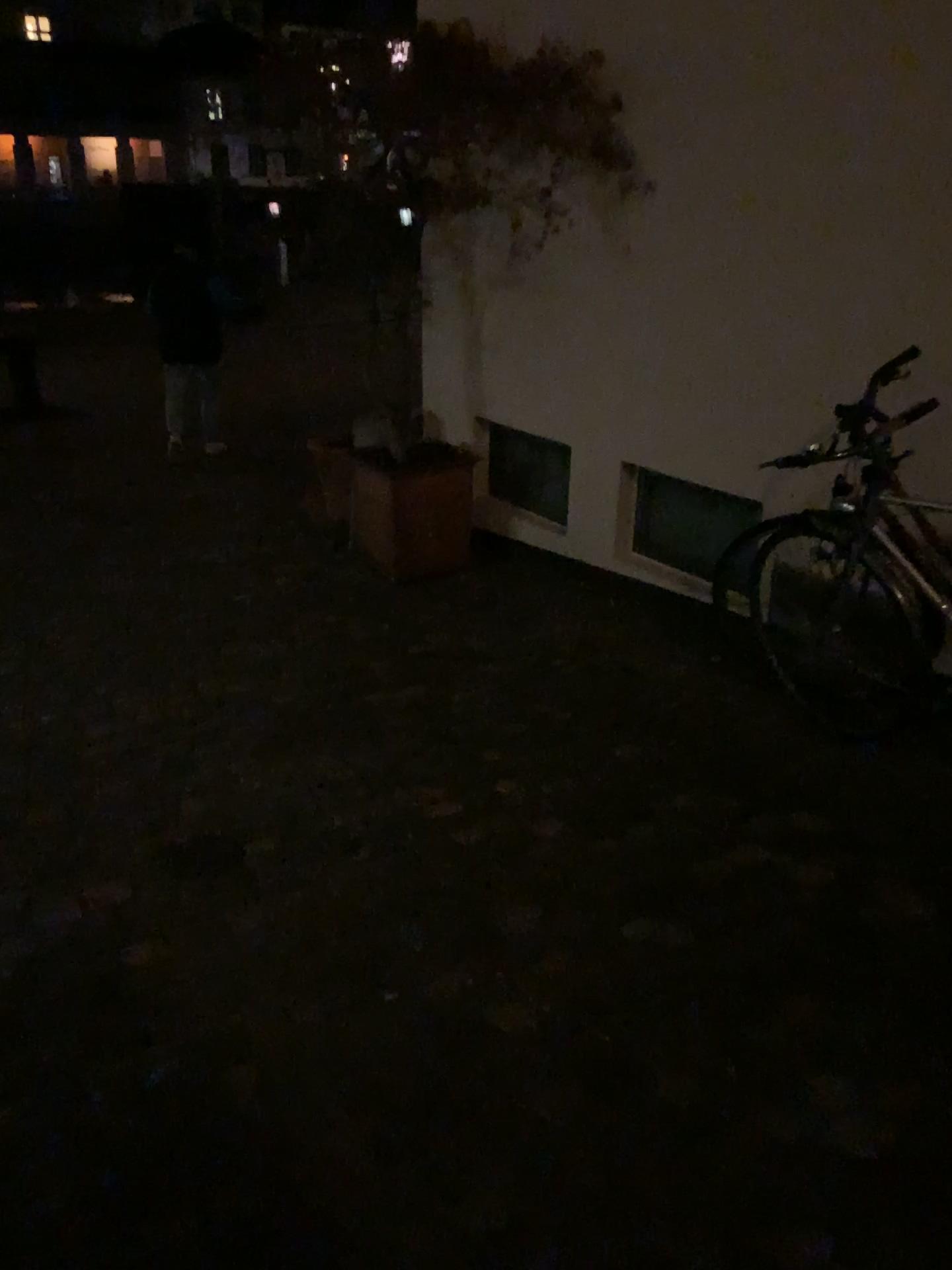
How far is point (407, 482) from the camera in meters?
4.8 m

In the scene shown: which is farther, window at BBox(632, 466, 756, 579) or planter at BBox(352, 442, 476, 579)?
planter at BBox(352, 442, 476, 579)

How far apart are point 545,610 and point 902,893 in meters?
2.3 m

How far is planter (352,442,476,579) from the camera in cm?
484

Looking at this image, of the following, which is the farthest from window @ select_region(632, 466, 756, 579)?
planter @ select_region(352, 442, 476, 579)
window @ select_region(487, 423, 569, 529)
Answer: planter @ select_region(352, 442, 476, 579)

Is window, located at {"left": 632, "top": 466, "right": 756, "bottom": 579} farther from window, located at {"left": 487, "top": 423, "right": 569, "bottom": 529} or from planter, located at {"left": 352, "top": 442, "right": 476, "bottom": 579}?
planter, located at {"left": 352, "top": 442, "right": 476, "bottom": 579}

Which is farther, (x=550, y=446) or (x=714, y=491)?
(x=550, y=446)

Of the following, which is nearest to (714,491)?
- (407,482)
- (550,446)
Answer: (550,446)

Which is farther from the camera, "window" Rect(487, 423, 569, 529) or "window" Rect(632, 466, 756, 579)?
"window" Rect(487, 423, 569, 529)
